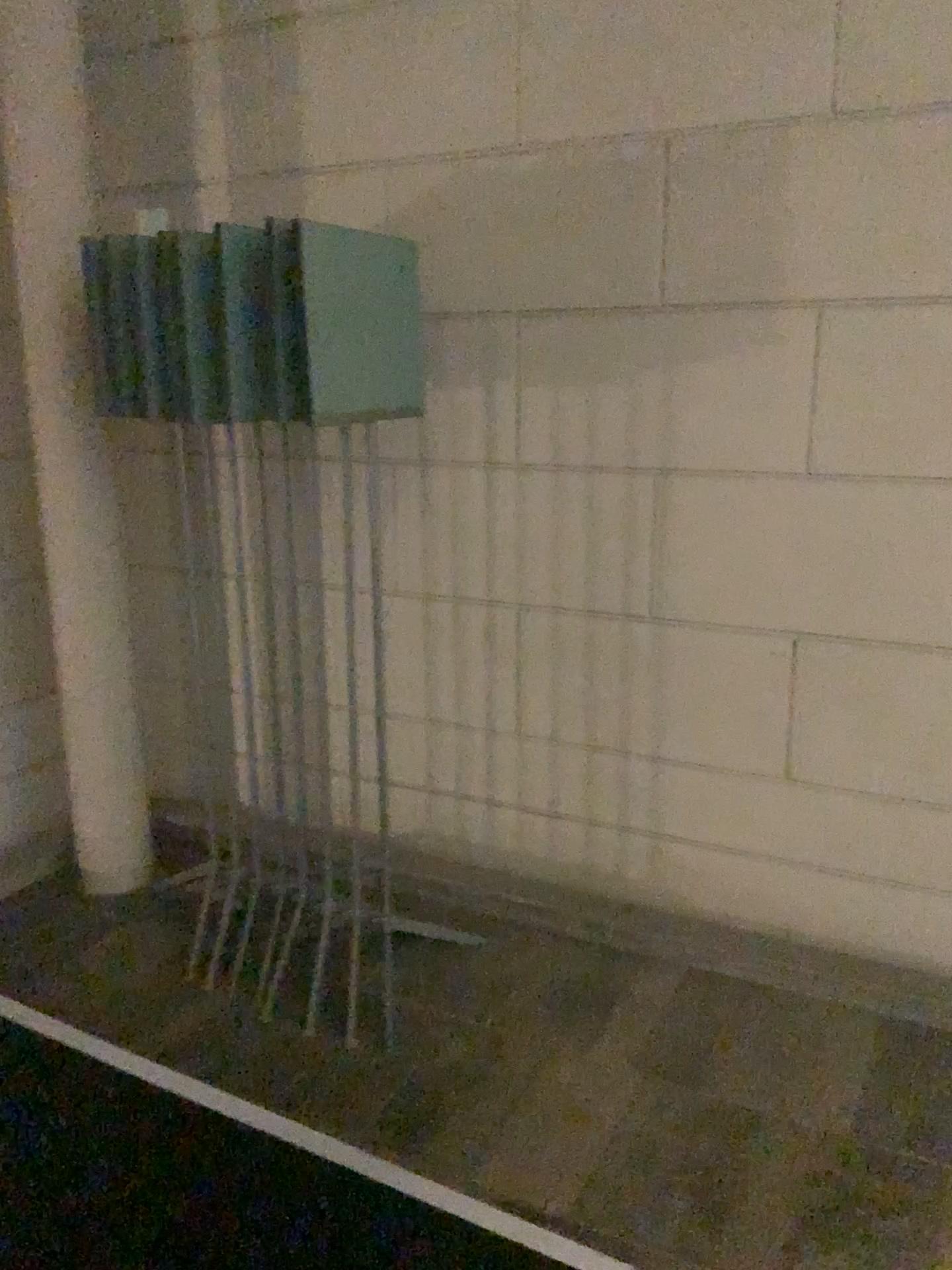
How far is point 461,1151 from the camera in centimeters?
208cm
